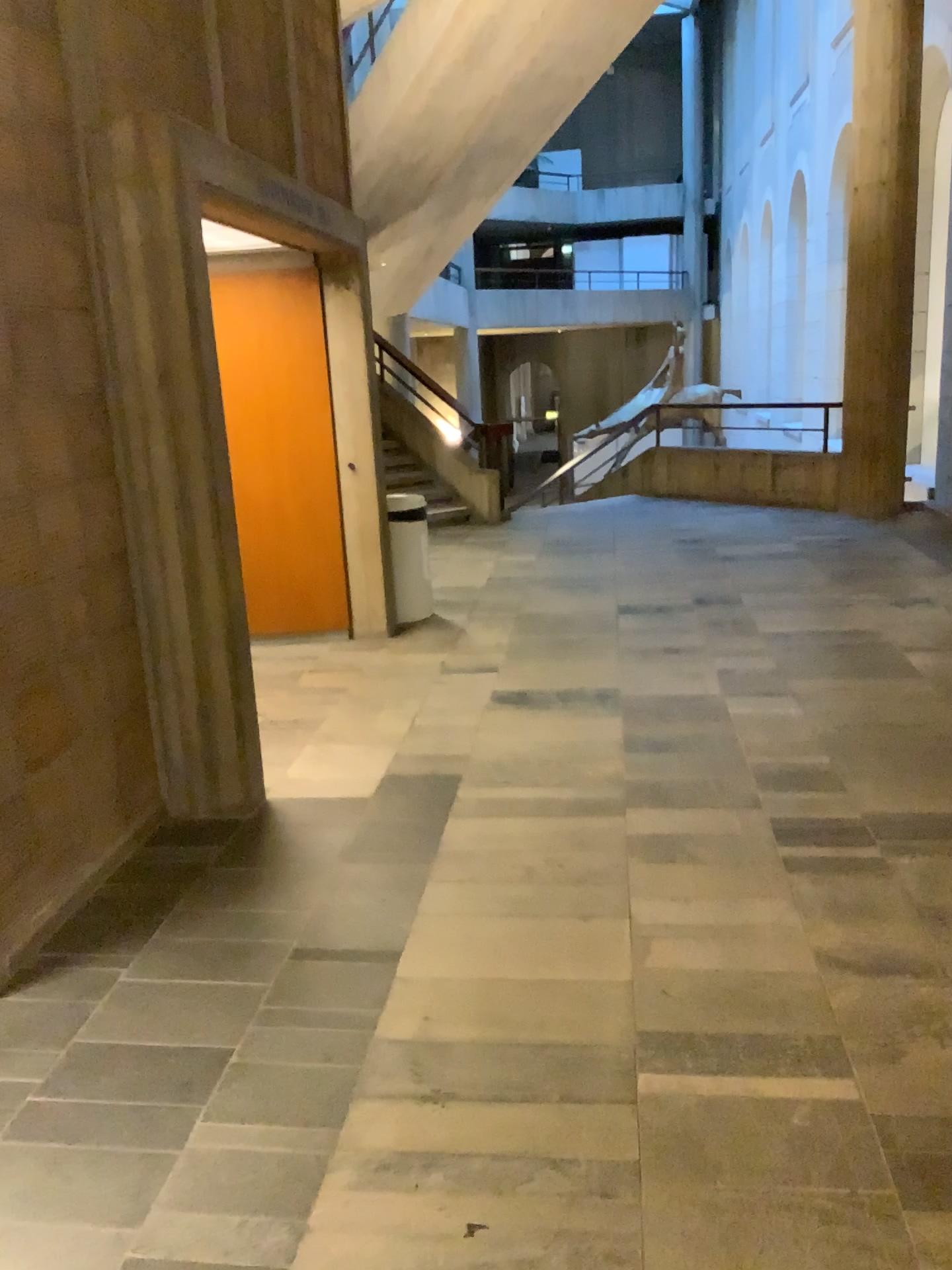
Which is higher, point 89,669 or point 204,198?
point 204,198
